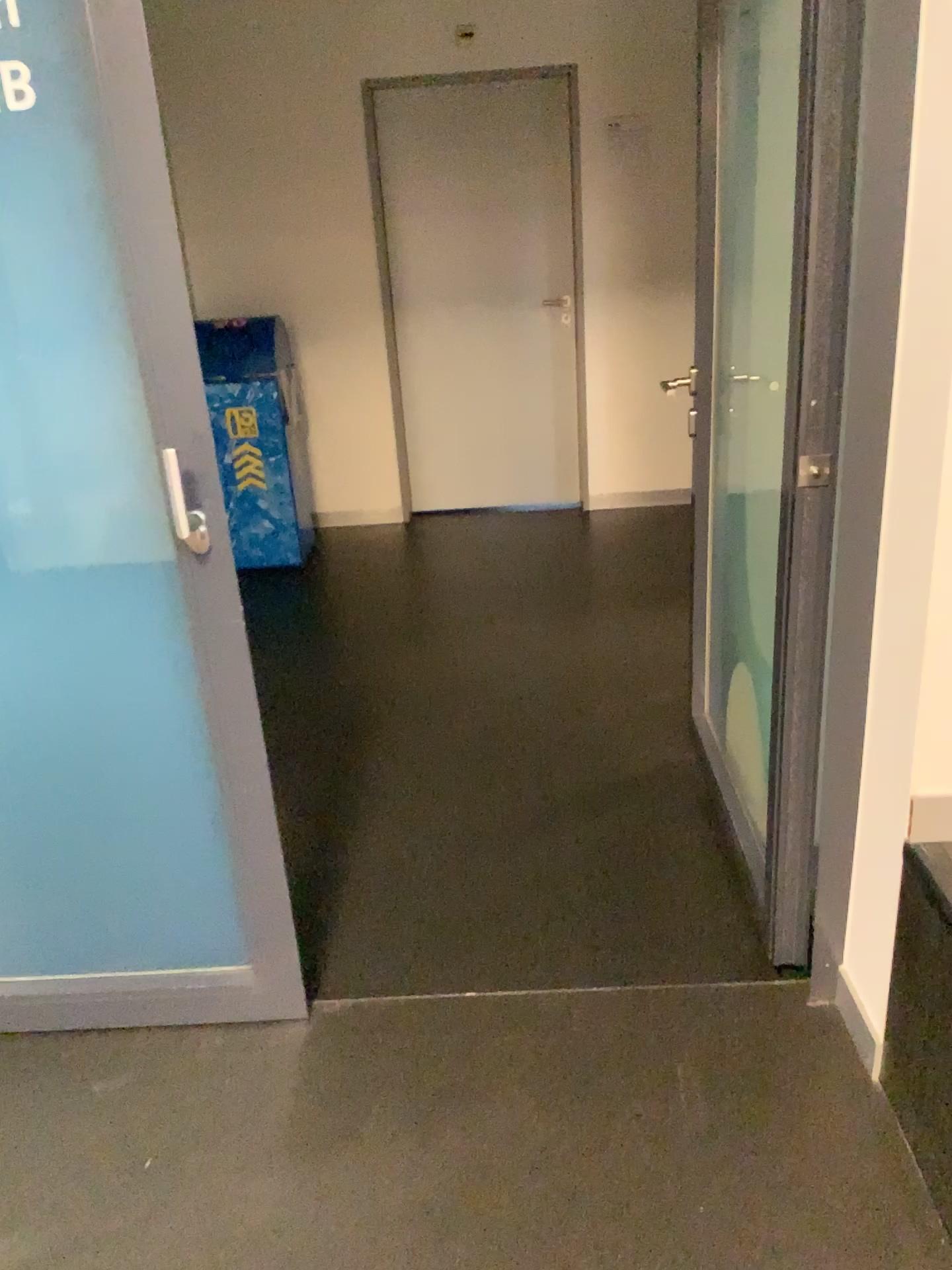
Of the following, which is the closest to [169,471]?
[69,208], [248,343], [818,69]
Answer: [69,208]

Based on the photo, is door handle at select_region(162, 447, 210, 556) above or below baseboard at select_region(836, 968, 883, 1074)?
above

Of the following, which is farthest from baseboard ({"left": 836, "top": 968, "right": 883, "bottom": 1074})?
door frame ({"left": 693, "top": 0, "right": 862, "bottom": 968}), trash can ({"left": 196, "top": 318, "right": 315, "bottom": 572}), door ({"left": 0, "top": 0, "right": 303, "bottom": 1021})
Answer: trash can ({"left": 196, "top": 318, "right": 315, "bottom": 572})

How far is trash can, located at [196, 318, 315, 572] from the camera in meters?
4.6 m

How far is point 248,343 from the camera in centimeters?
458cm

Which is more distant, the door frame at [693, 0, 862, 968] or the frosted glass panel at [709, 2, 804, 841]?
the frosted glass panel at [709, 2, 804, 841]

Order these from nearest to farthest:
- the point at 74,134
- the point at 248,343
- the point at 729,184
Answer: the point at 74,134 < the point at 729,184 < the point at 248,343

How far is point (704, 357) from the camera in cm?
251

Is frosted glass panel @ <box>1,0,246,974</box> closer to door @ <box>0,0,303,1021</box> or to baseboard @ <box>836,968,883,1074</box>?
door @ <box>0,0,303,1021</box>

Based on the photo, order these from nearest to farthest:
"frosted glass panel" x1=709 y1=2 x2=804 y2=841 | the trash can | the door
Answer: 1. the door
2. "frosted glass panel" x1=709 y1=2 x2=804 y2=841
3. the trash can
